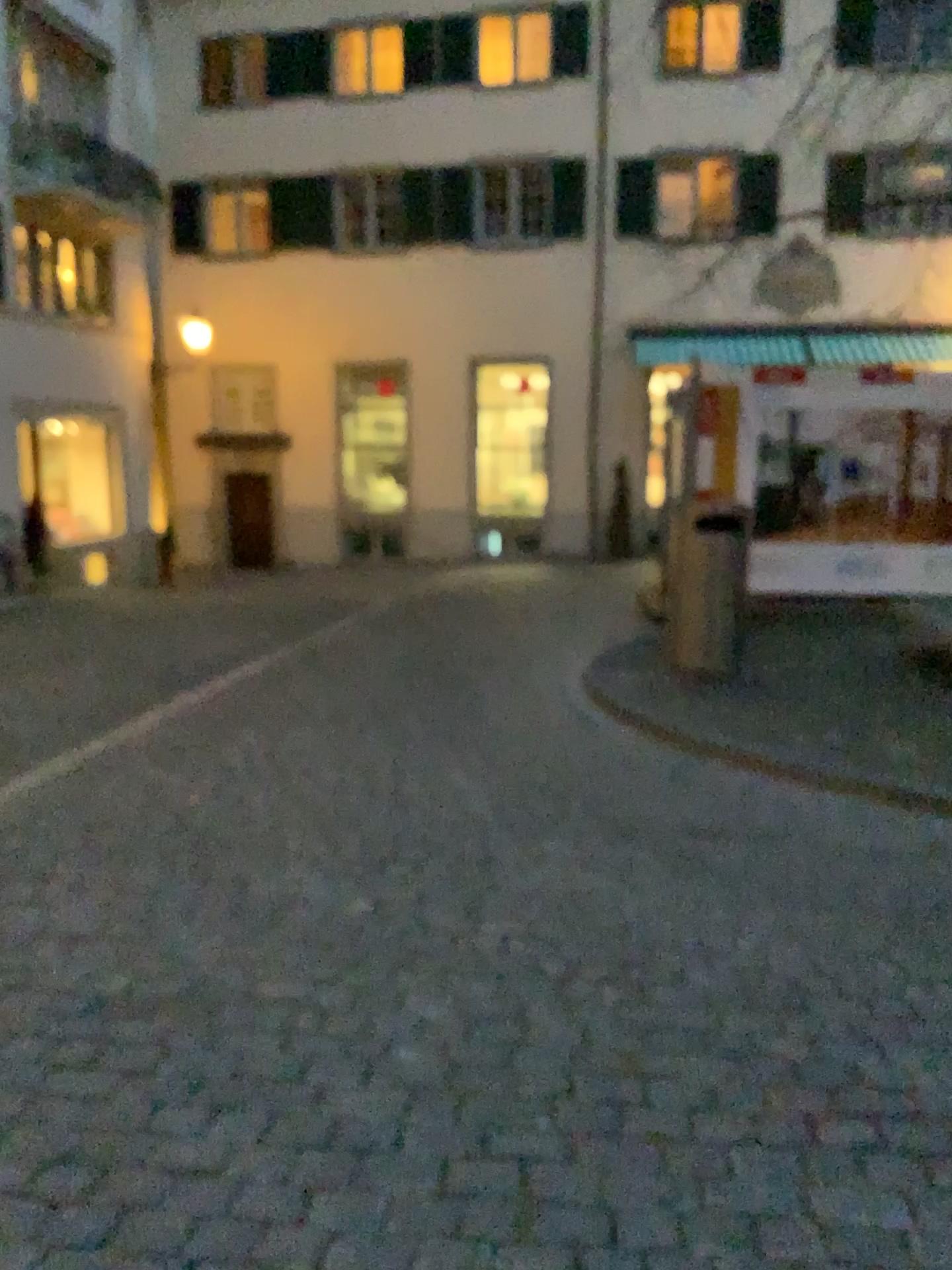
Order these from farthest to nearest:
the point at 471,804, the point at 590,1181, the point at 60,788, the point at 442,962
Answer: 1. the point at 60,788
2. the point at 471,804
3. the point at 442,962
4. the point at 590,1181
